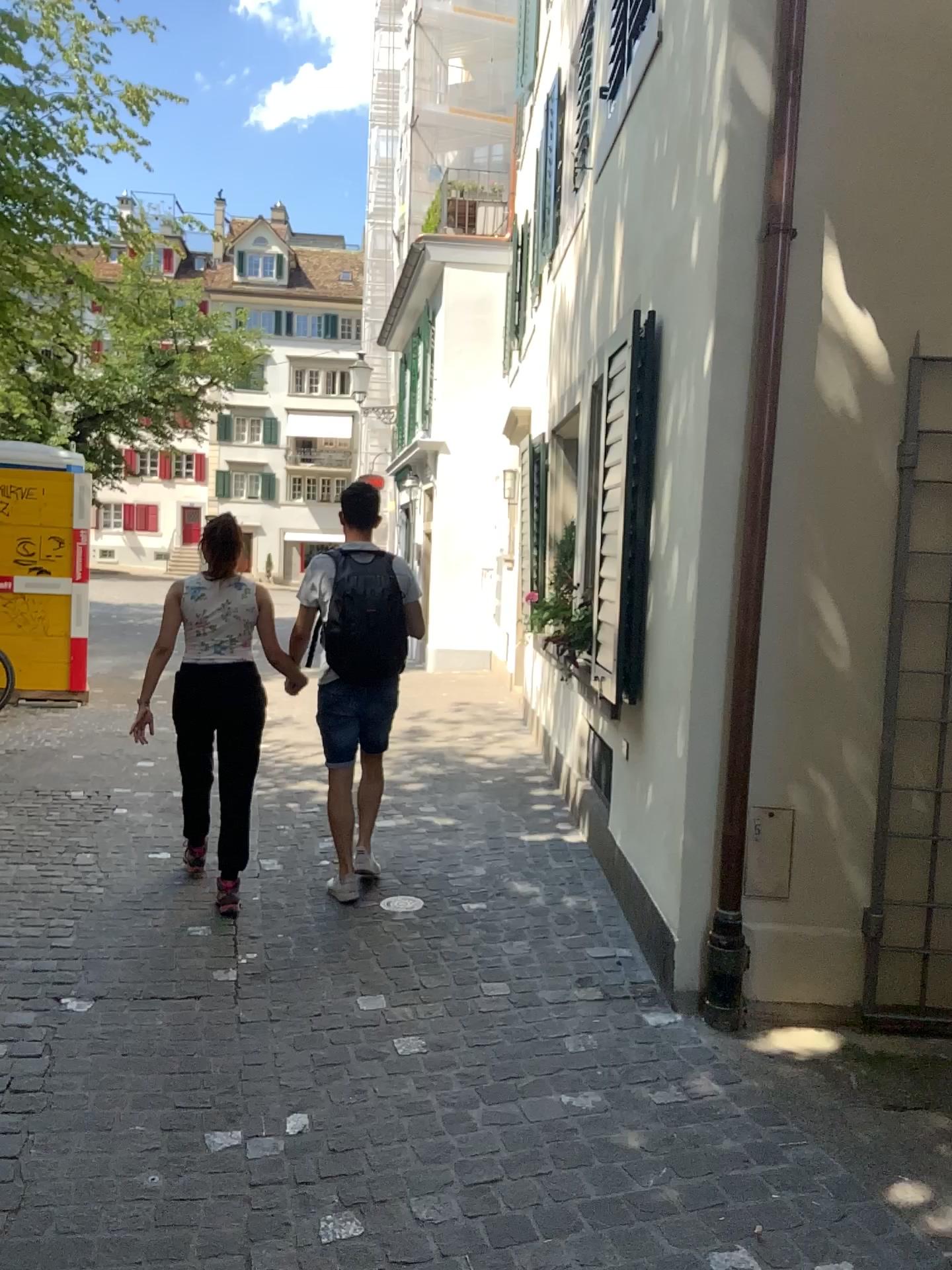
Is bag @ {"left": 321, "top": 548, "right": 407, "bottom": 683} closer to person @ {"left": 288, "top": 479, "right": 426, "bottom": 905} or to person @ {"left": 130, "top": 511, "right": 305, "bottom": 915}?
person @ {"left": 288, "top": 479, "right": 426, "bottom": 905}

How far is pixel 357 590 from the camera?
4.34m

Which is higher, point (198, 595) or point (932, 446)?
point (932, 446)

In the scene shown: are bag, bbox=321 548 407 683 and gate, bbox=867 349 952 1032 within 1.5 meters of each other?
no

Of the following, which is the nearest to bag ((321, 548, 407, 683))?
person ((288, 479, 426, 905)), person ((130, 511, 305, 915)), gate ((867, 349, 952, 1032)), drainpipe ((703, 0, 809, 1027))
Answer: person ((288, 479, 426, 905))

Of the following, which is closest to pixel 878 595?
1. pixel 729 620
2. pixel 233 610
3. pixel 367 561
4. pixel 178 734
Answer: pixel 729 620

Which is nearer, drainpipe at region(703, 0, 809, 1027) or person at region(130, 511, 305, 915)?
drainpipe at region(703, 0, 809, 1027)

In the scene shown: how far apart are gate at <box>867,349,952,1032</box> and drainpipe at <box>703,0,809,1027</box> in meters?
0.4

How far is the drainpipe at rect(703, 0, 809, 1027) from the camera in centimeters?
324cm

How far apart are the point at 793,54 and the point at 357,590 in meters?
2.4 m
